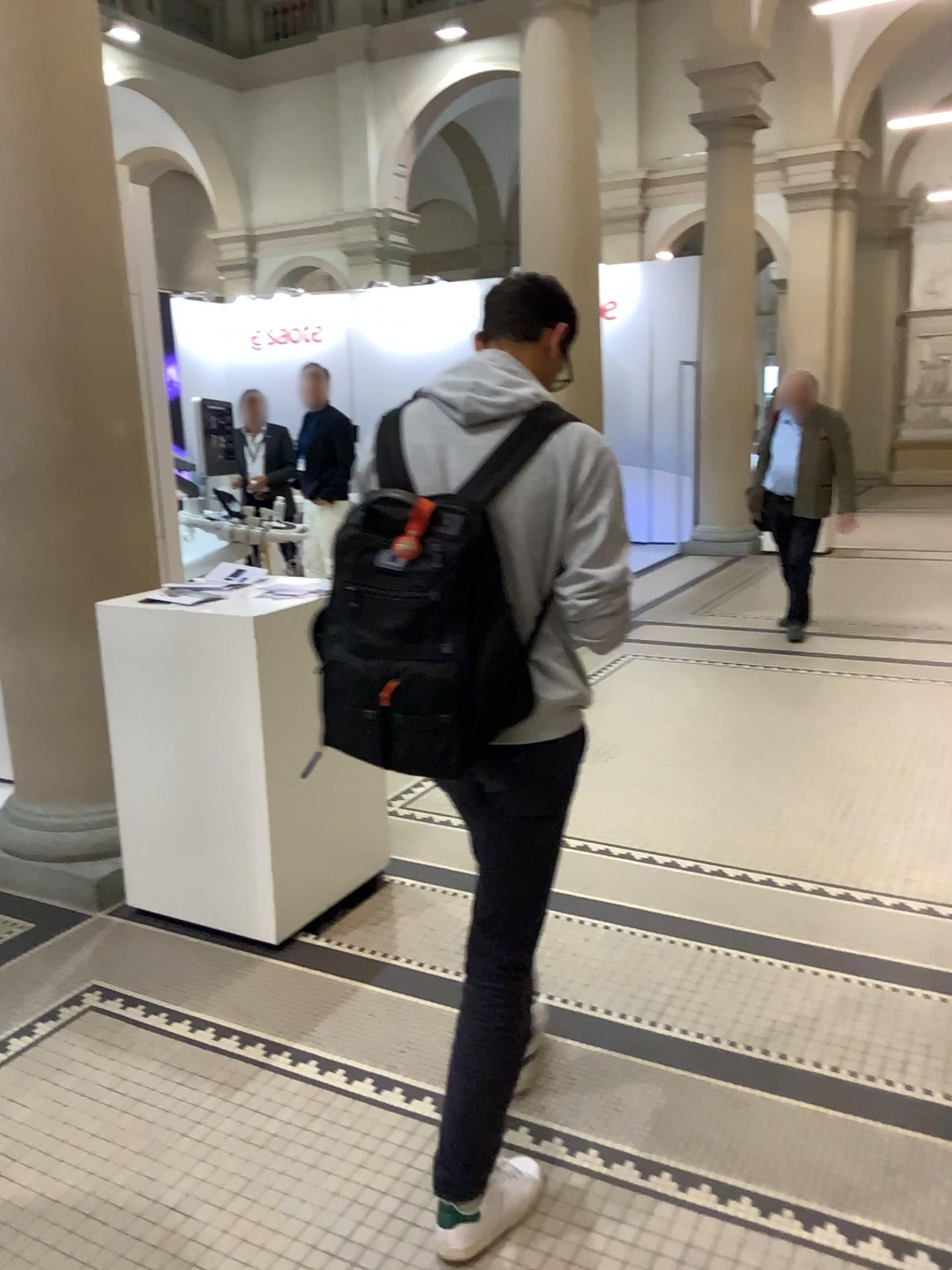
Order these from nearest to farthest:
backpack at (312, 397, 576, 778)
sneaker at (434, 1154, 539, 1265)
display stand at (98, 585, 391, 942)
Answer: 1. backpack at (312, 397, 576, 778)
2. sneaker at (434, 1154, 539, 1265)
3. display stand at (98, 585, 391, 942)

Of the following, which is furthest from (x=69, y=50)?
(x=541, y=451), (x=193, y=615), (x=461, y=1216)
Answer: (x=461, y=1216)

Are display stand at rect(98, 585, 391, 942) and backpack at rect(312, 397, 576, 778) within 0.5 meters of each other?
no

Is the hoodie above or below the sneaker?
above

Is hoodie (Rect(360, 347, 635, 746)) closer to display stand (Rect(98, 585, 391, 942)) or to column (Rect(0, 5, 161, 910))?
display stand (Rect(98, 585, 391, 942))

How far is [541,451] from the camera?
1.7 meters

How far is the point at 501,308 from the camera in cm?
193

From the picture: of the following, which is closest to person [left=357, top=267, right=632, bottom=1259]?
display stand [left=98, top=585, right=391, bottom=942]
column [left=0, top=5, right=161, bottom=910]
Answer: display stand [left=98, top=585, right=391, bottom=942]

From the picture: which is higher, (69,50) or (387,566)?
(69,50)

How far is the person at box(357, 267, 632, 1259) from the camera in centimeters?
173cm
